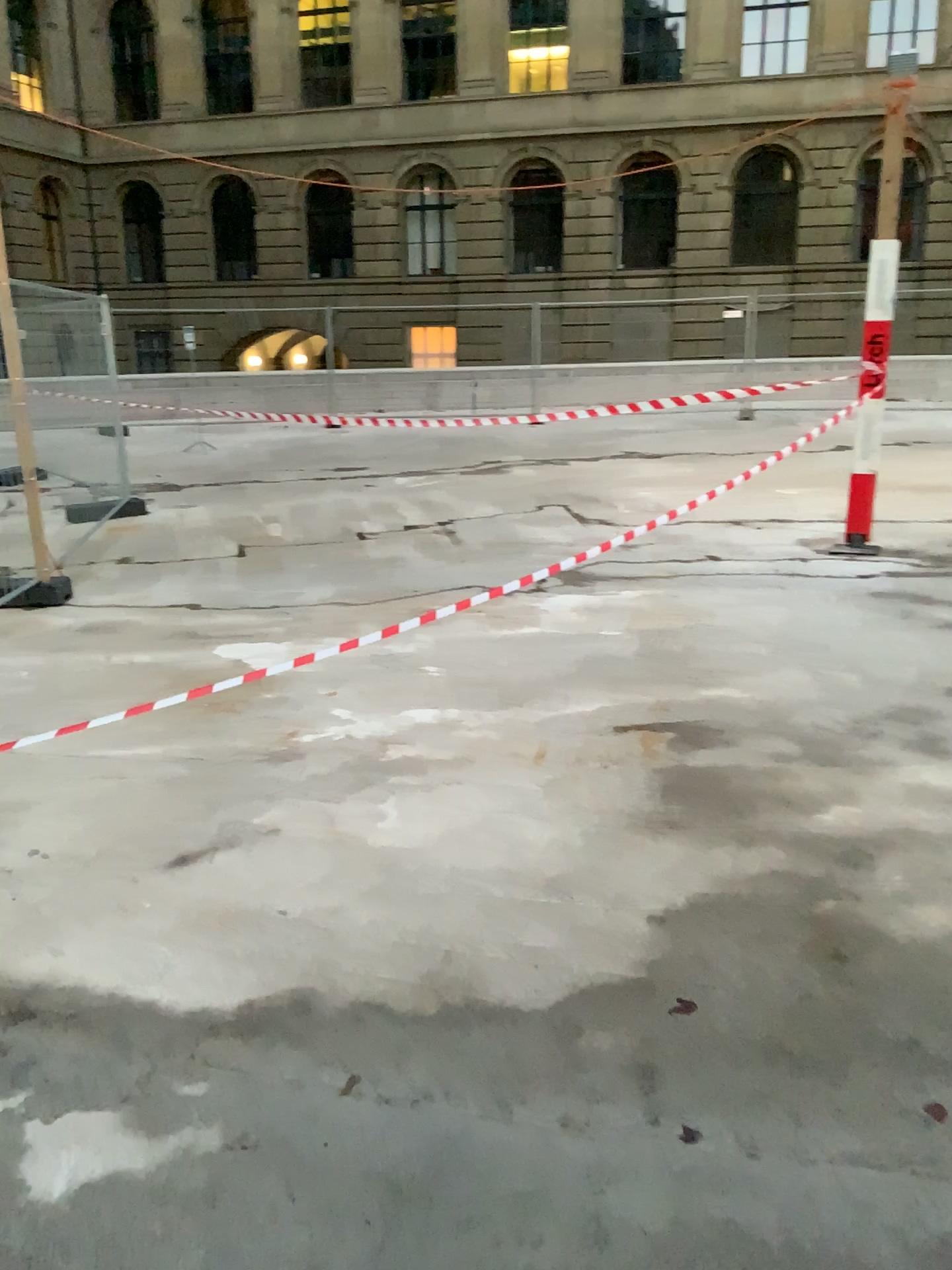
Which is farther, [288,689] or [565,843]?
[288,689]
